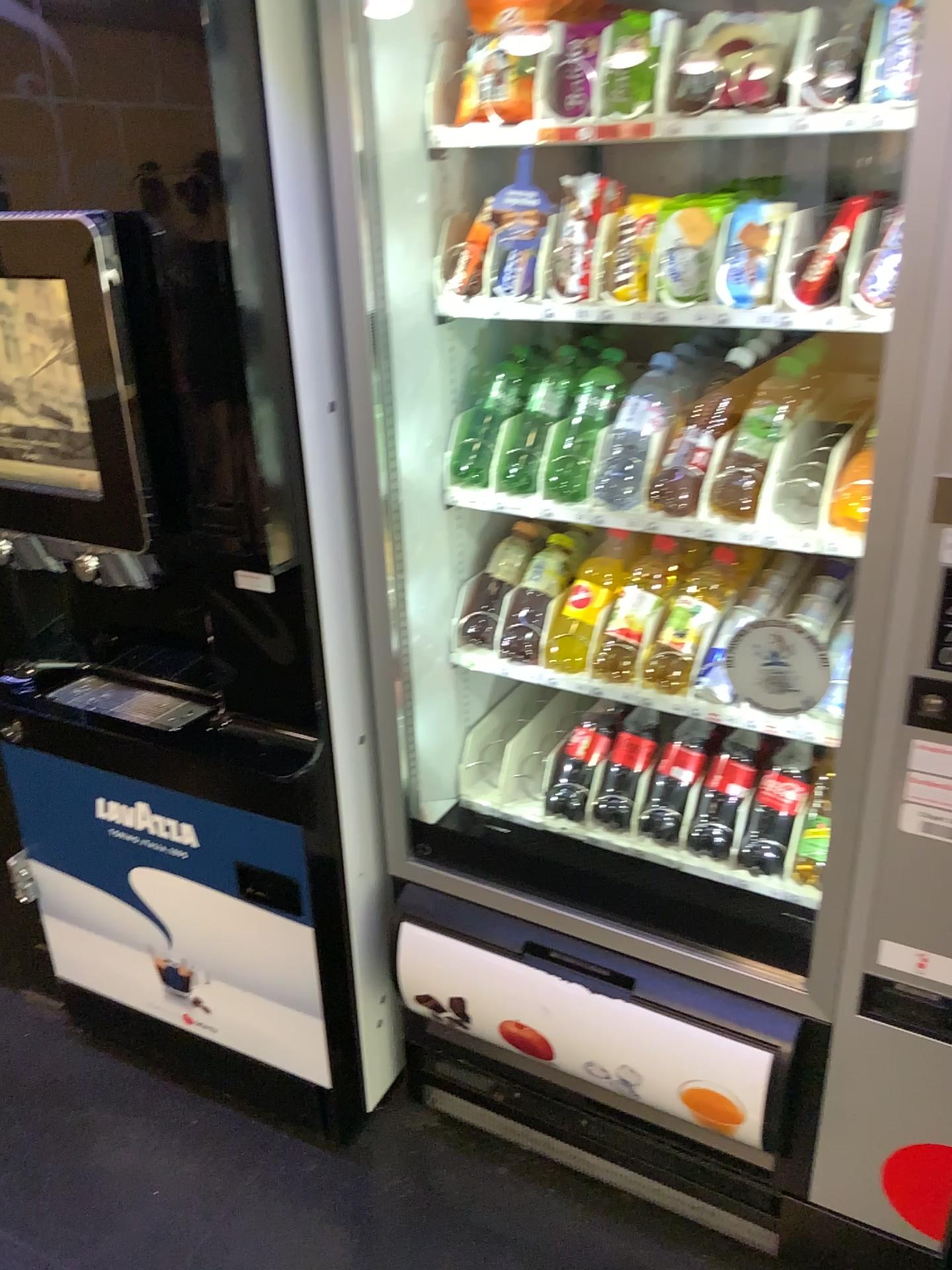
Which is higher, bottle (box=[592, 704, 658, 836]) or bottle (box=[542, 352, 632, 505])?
bottle (box=[542, 352, 632, 505])

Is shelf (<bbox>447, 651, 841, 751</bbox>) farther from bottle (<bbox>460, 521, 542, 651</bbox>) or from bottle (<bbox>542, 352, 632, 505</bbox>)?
bottle (<bbox>542, 352, 632, 505</bbox>)

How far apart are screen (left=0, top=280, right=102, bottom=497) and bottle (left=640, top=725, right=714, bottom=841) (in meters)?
0.98

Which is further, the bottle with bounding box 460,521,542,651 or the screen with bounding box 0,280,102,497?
the bottle with bounding box 460,521,542,651

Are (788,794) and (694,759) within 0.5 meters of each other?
yes

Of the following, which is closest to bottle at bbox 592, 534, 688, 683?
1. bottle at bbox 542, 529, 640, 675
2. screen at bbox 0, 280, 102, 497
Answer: bottle at bbox 542, 529, 640, 675

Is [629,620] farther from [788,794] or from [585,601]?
[788,794]

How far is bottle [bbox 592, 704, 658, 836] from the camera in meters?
1.8 m

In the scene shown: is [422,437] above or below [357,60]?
below

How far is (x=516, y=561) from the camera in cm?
168
